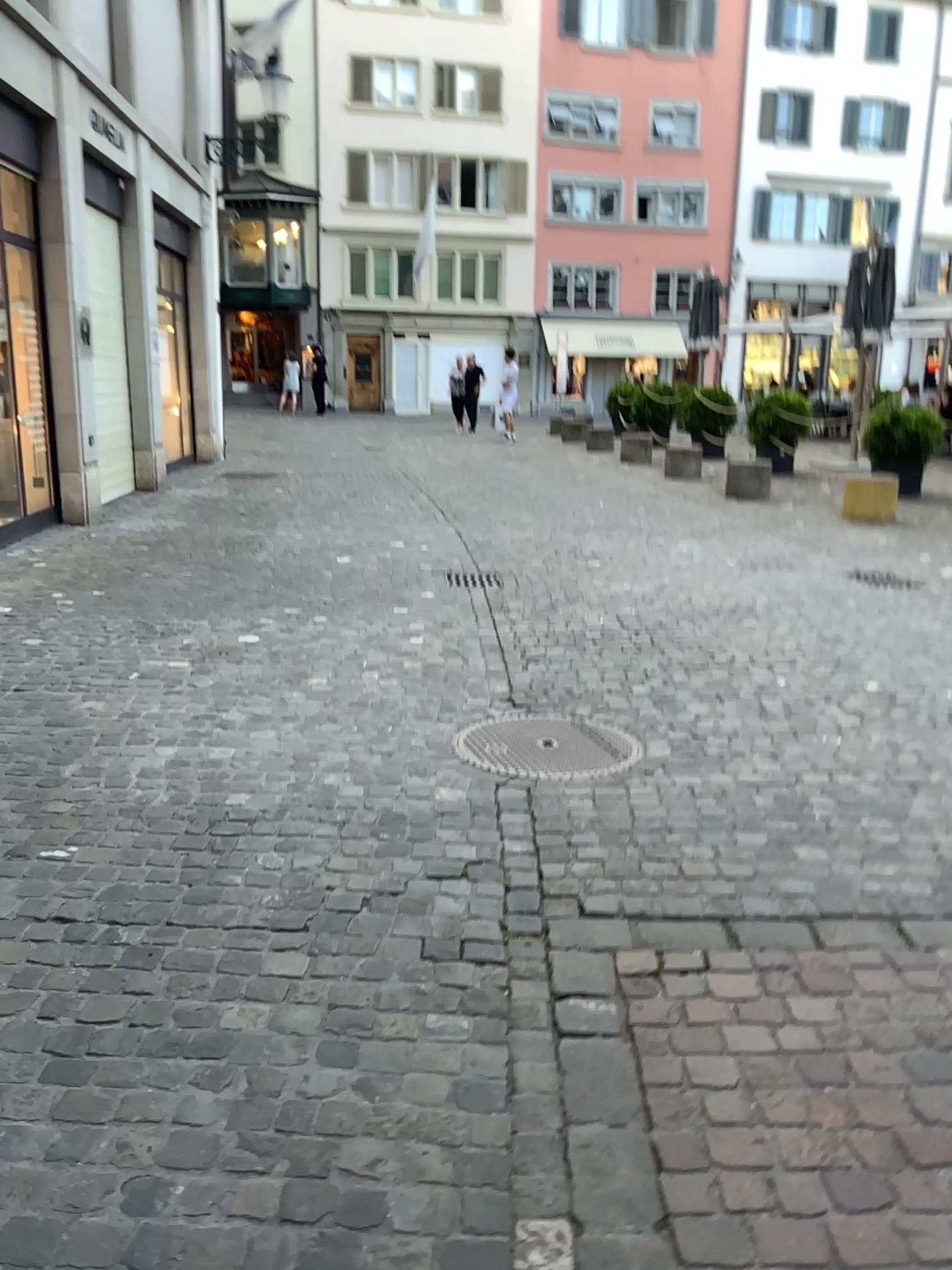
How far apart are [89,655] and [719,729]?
2.8 meters
